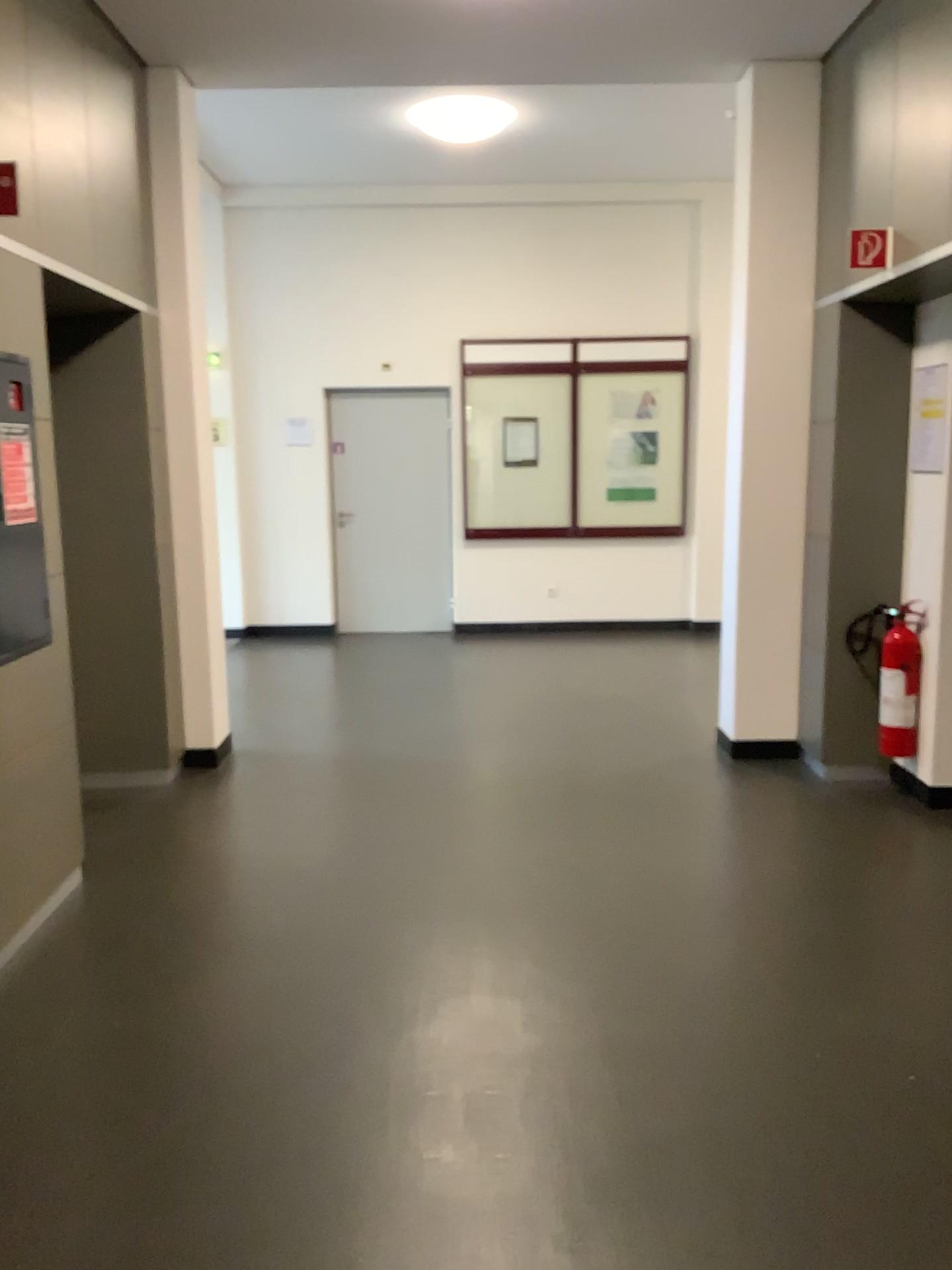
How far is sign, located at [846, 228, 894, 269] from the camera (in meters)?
3.95

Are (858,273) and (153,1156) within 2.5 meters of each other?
no

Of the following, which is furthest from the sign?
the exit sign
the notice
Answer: the notice

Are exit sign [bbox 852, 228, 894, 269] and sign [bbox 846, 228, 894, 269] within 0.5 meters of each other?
yes

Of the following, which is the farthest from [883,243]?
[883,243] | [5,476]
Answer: [5,476]

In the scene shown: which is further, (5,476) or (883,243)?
(883,243)

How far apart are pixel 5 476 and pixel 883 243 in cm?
316

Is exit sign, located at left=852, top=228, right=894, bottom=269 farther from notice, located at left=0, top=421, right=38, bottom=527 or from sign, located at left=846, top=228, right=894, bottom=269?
notice, located at left=0, top=421, right=38, bottom=527

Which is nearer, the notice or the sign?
the notice

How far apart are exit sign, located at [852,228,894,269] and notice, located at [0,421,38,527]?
3.05m
